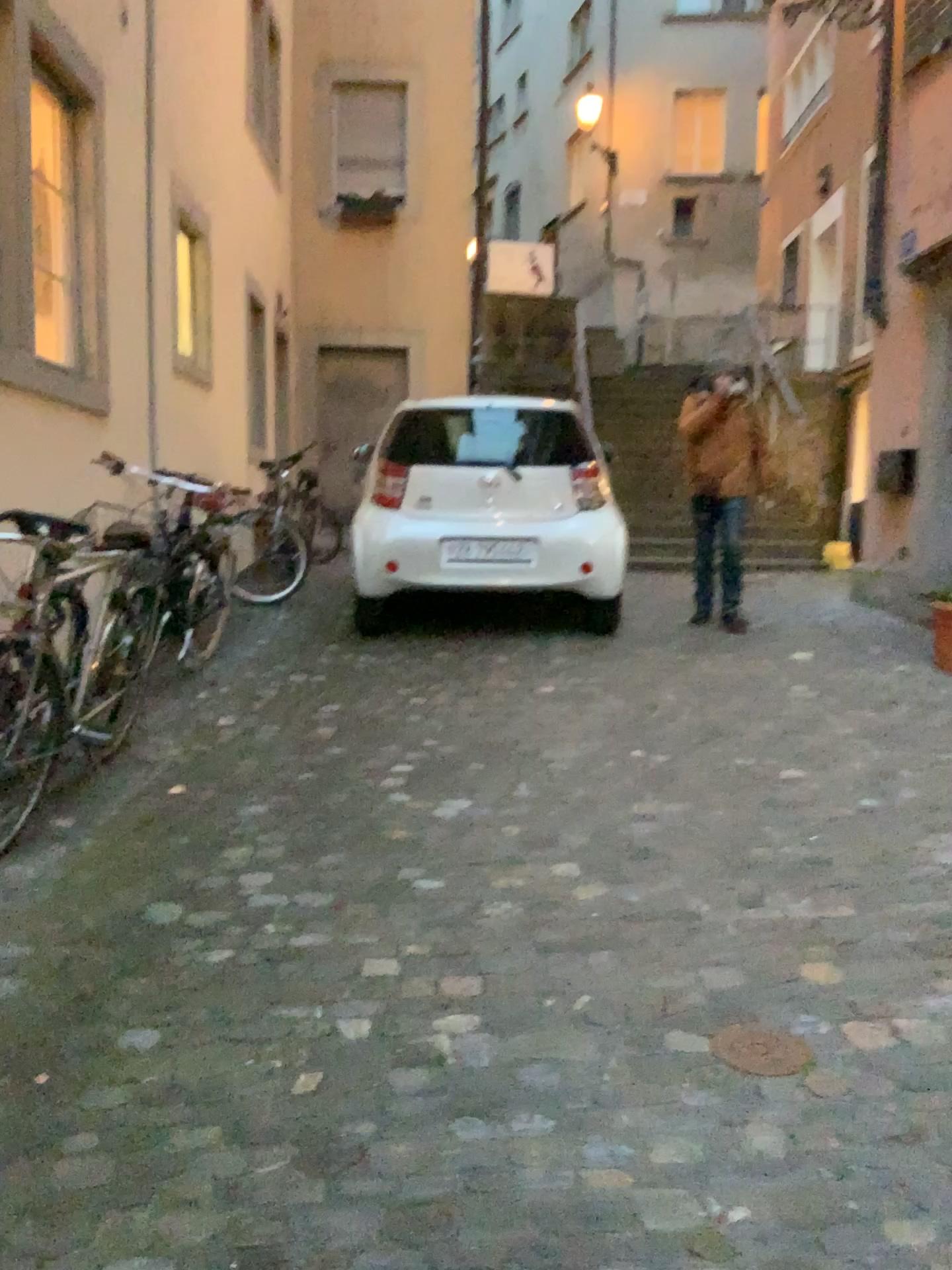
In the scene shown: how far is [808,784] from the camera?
3.74m

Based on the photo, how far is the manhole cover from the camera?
2.1 meters

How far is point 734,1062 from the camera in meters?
2.1
